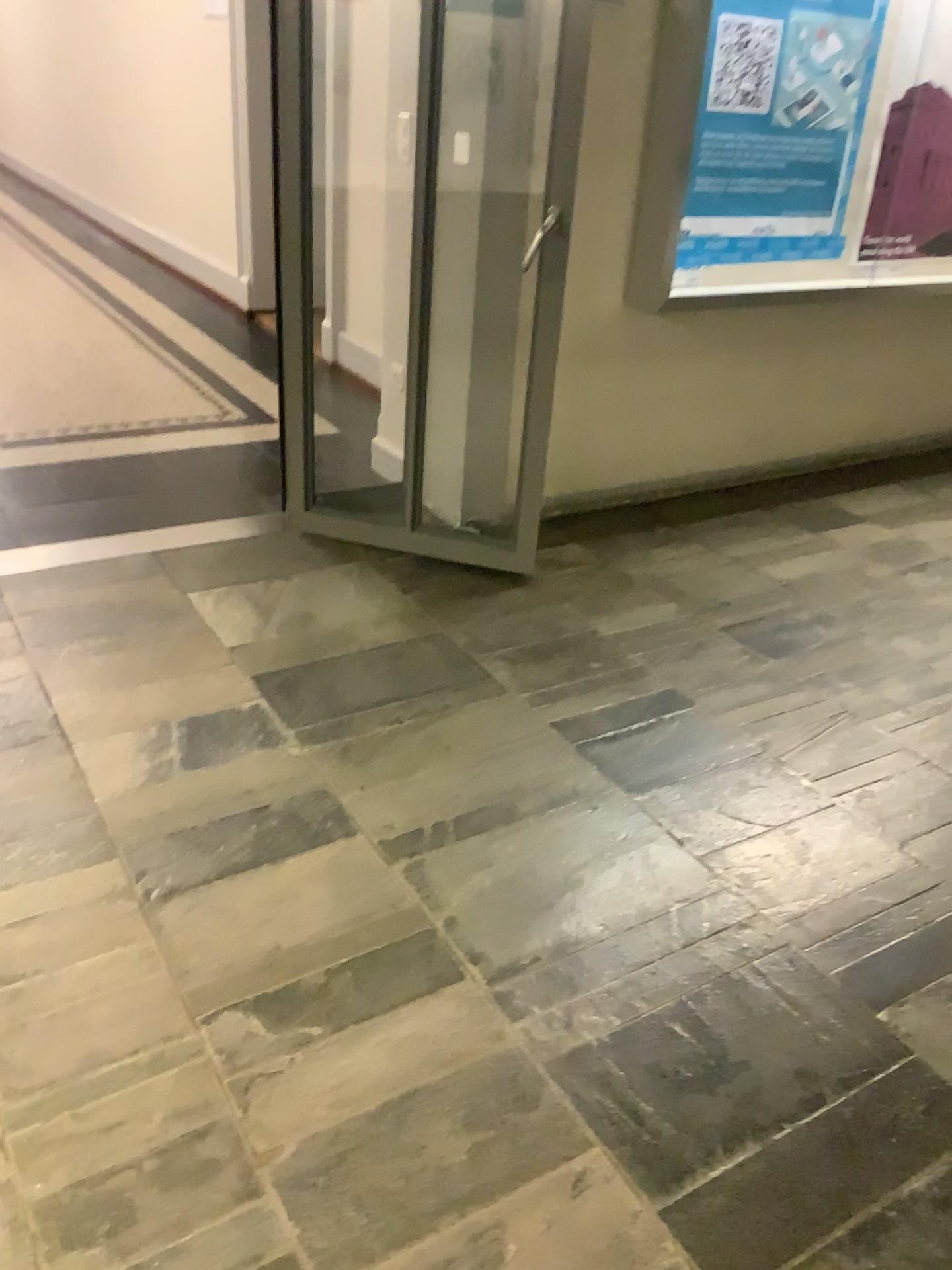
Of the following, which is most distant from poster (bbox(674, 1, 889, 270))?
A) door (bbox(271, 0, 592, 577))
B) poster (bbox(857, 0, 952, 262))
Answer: door (bbox(271, 0, 592, 577))

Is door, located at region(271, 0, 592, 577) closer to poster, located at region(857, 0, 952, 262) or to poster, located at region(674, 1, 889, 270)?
poster, located at region(674, 1, 889, 270)

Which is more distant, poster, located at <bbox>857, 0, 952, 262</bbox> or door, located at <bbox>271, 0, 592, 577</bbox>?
poster, located at <bbox>857, 0, 952, 262</bbox>

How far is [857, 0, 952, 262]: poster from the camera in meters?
3.8 m

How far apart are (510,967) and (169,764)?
→ 0.92m

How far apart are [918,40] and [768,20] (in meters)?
0.76

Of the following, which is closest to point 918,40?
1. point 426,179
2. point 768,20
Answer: point 768,20

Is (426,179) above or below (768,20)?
below
